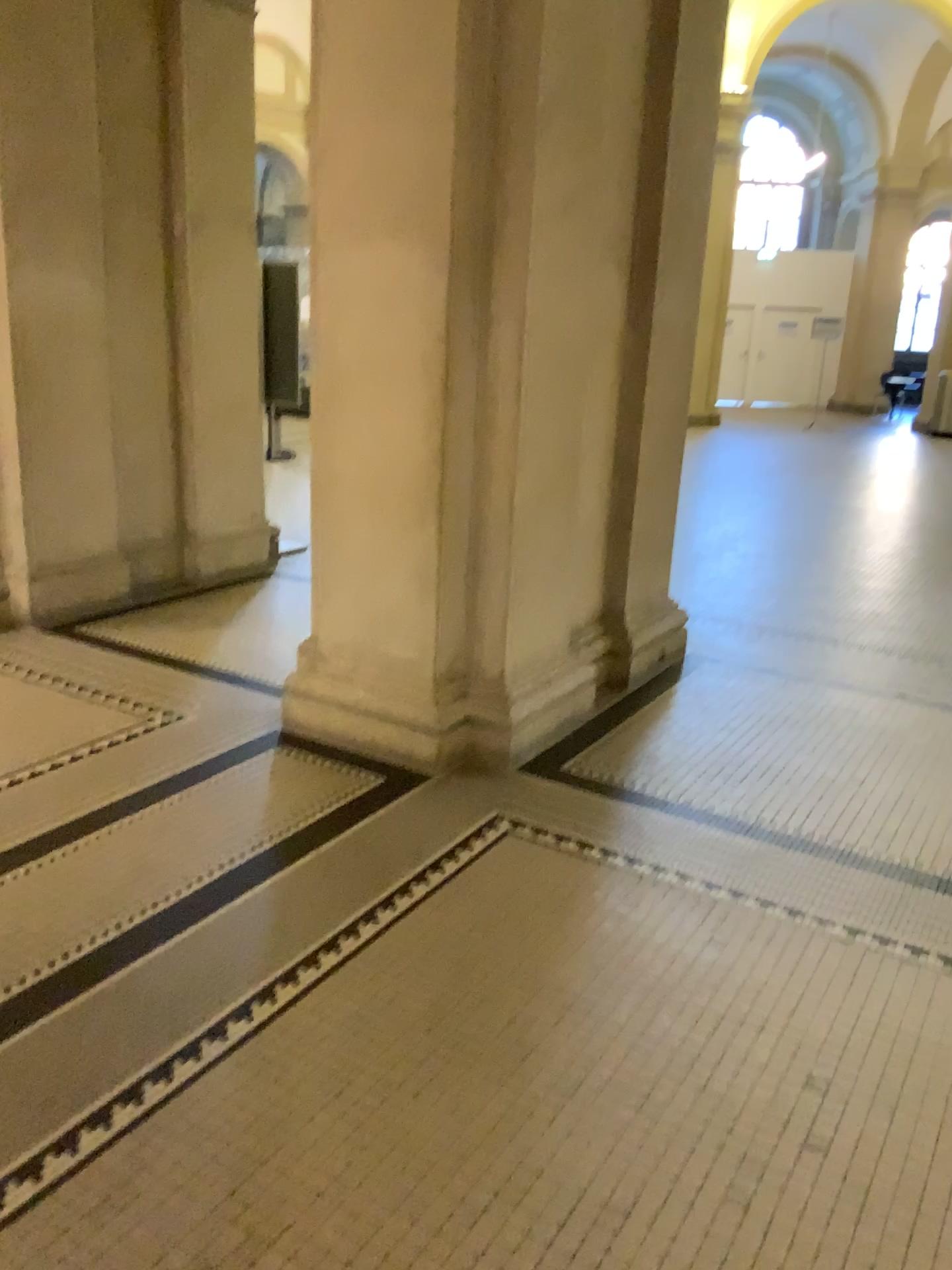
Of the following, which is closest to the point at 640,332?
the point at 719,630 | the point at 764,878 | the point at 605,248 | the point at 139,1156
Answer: the point at 605,248
